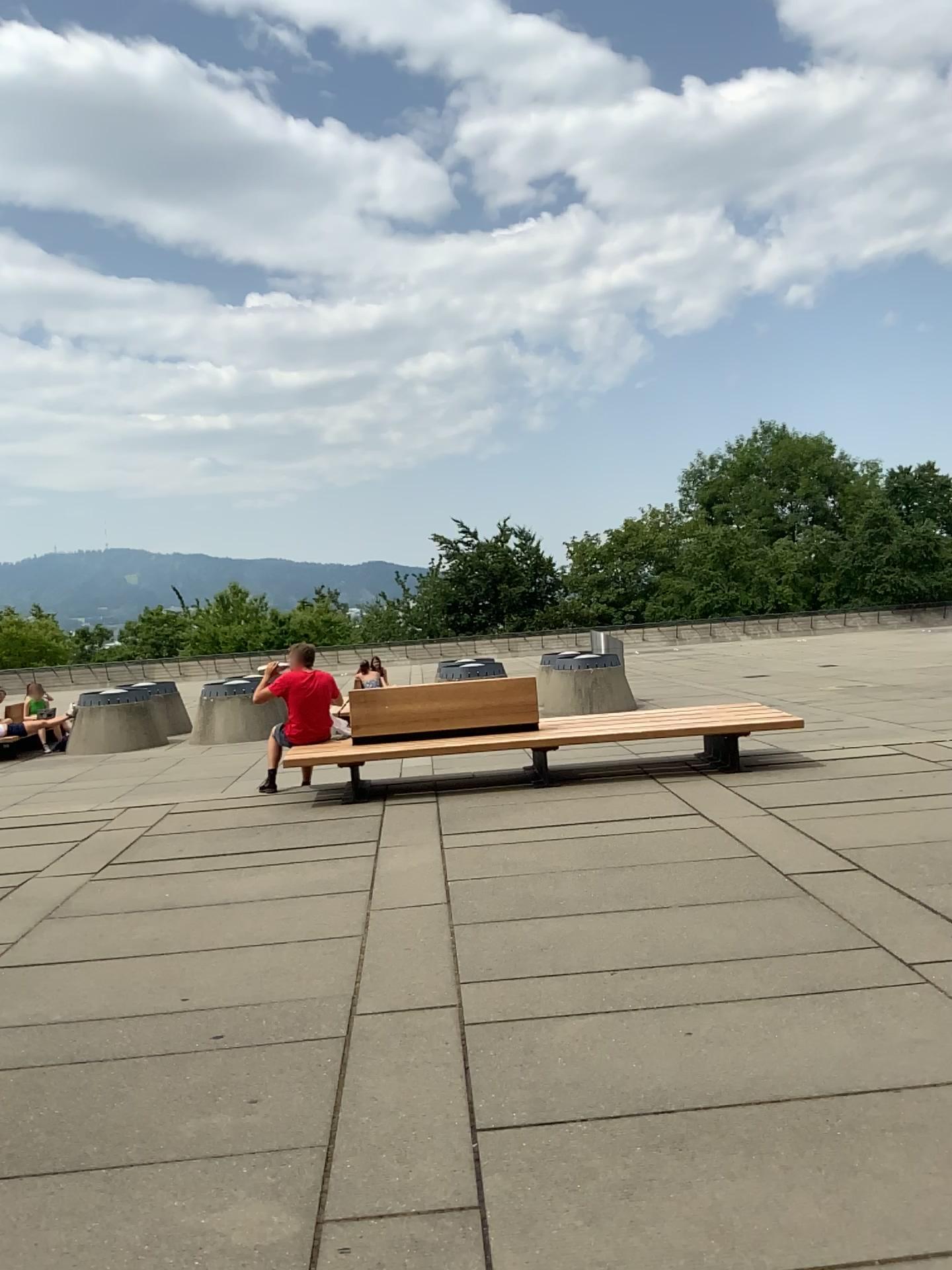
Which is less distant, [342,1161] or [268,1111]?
[342,1161]
